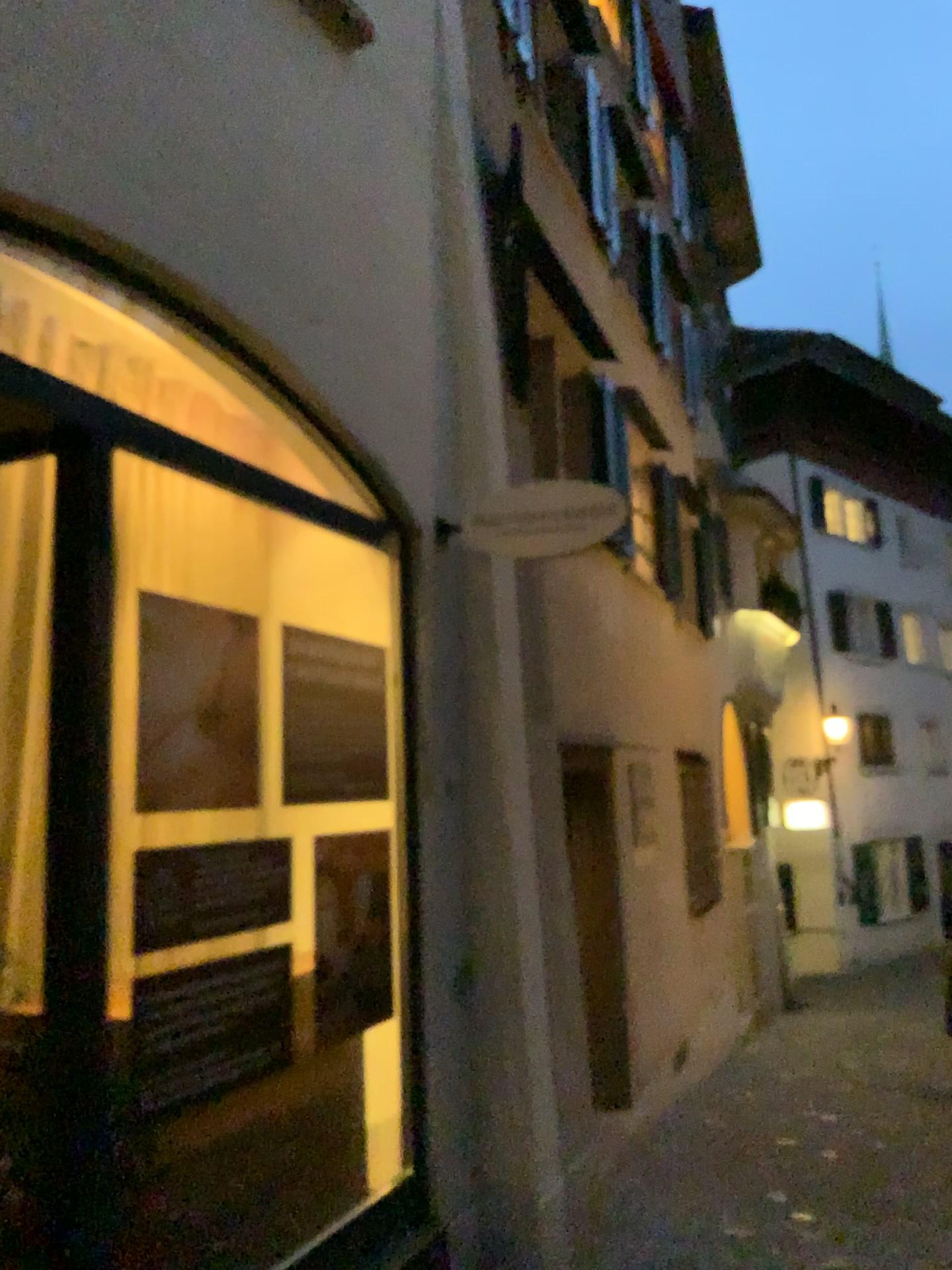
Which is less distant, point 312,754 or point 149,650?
point 149,650

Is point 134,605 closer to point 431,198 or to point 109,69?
point 109,69

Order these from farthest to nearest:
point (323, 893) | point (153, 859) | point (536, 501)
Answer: point (536, 501) < point (323, 893) < point (153, 859)

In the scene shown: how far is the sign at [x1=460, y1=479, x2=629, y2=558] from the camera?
3.8 meters

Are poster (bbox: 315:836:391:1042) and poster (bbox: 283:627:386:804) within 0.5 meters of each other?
yes

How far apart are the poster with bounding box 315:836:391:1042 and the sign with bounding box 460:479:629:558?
1.16m

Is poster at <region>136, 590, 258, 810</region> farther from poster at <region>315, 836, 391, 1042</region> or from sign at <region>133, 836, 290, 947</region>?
poster at <region>315, 836, 391, 1042</region>

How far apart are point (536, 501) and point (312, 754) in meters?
1.2

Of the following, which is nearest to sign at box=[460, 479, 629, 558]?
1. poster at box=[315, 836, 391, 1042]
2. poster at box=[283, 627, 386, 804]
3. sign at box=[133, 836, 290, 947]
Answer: poster at box=[283, 627, 386, 804]

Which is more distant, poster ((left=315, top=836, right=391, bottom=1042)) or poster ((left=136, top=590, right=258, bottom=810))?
poster ((left=315, top=836, right=391, bottom=1042))
